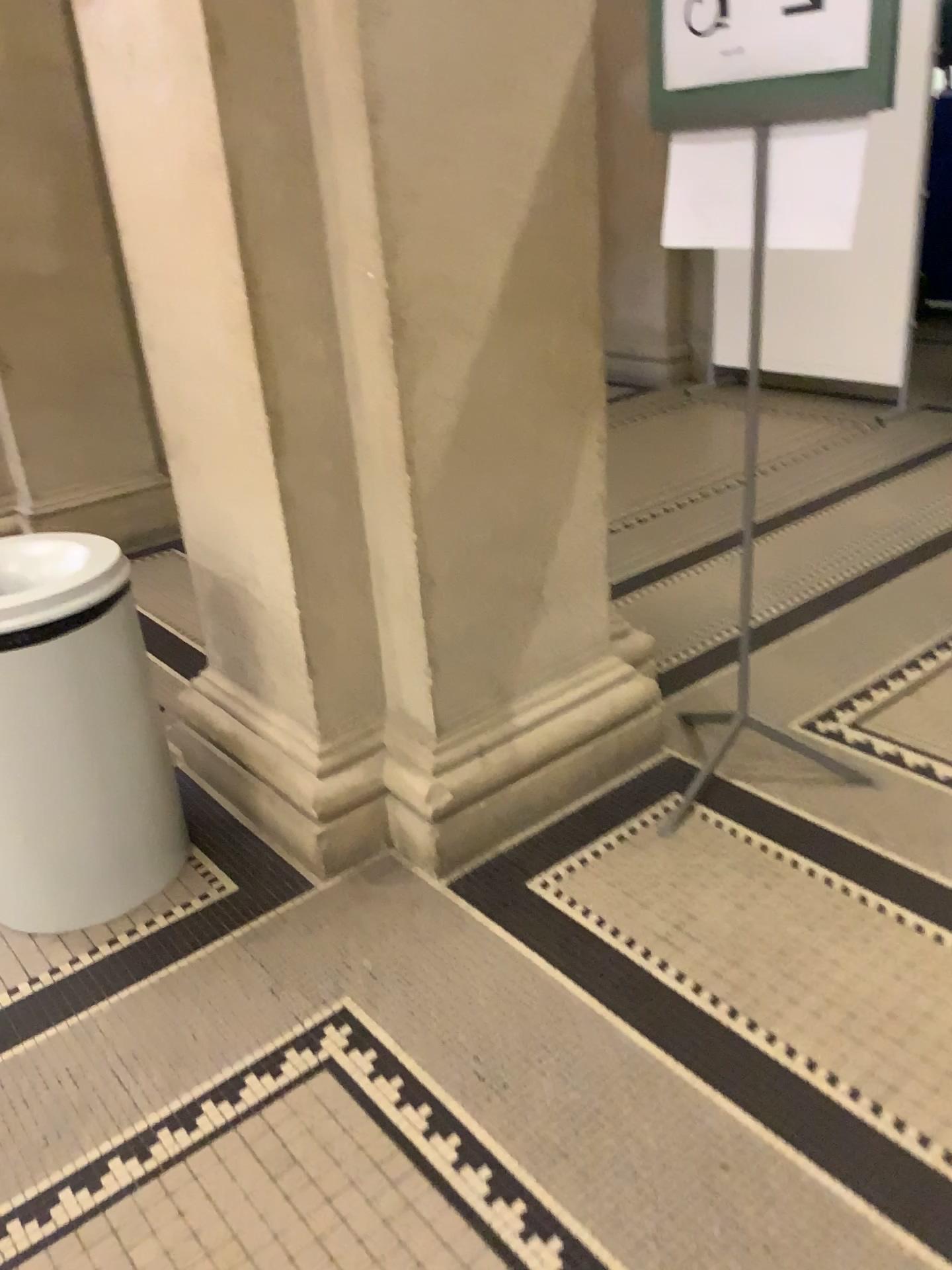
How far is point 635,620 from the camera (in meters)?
3.40

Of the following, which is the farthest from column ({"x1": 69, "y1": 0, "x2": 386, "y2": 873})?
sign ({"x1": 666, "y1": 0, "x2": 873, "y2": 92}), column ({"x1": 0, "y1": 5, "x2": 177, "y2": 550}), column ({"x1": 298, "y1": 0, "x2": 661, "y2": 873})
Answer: column ({"x1": 0, "y1": 5, "x2": 177, "y2": 550})

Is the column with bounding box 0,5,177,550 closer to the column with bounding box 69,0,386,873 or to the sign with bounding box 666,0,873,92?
the column with bounding box 69,0,386,873

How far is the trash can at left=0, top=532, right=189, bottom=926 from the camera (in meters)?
2.00

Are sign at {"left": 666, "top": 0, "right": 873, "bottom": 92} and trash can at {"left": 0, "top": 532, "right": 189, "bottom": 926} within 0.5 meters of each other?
no

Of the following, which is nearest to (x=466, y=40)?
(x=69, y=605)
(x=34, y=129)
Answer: (x=69, y=605)

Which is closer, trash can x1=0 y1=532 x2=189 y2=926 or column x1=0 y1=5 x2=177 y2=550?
trash can x1=0 y1=532 x2=189 y2=926

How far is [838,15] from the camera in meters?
1.8

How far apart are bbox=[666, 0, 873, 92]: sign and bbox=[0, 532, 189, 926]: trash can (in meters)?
1.46

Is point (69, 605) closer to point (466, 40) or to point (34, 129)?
point (466, 40)
